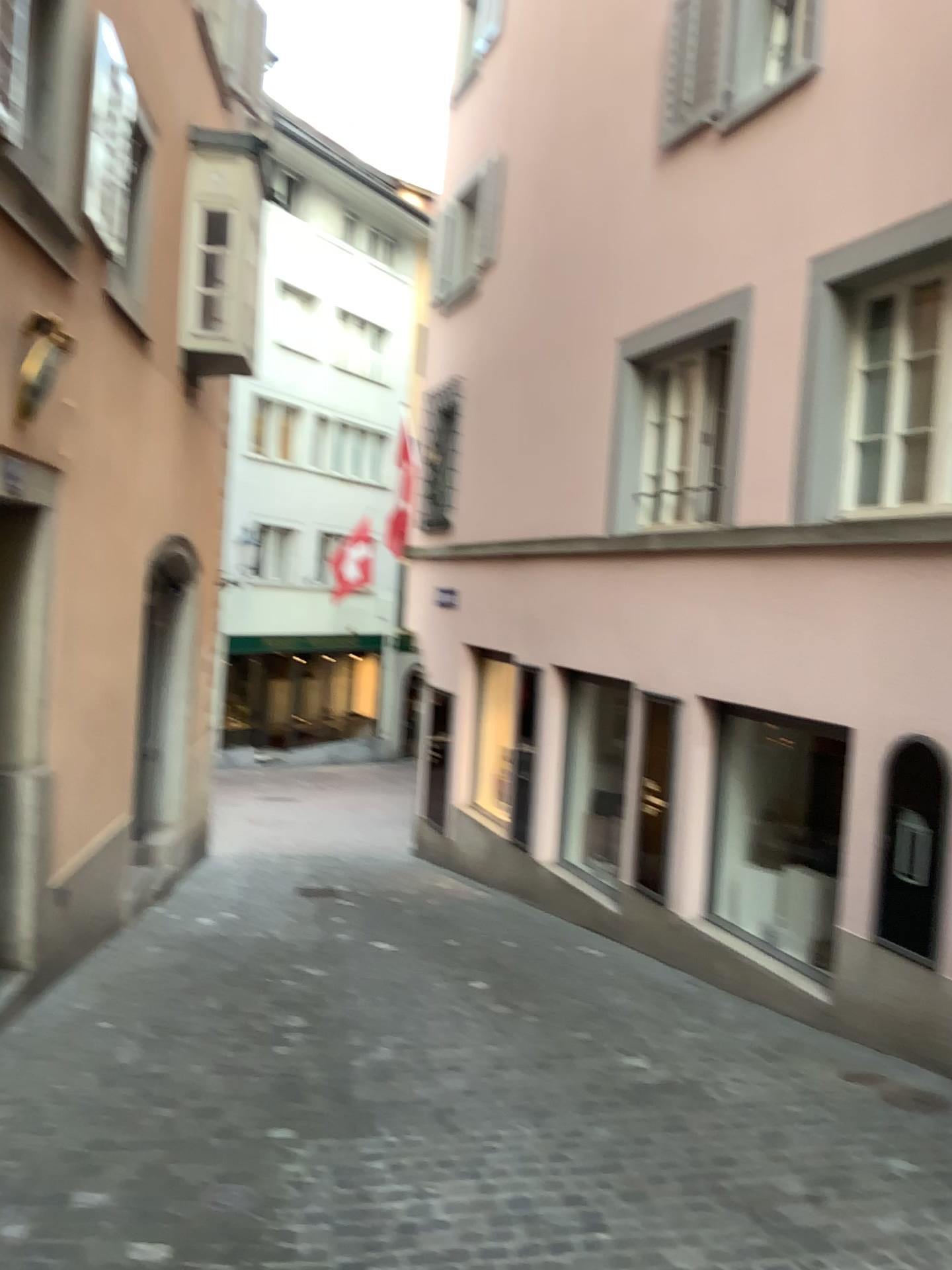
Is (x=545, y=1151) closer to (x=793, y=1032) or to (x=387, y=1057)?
(x=387, y=1057)
